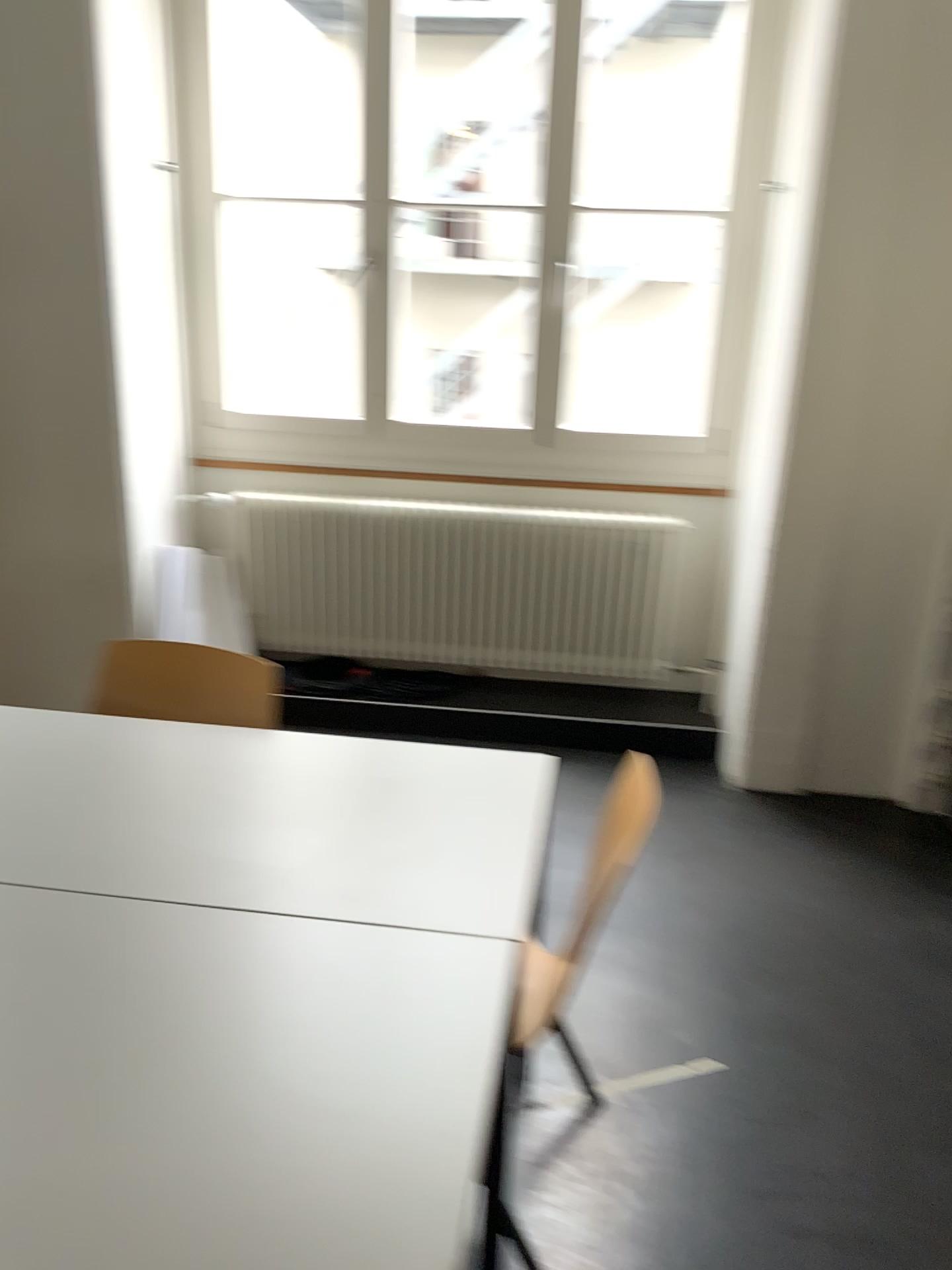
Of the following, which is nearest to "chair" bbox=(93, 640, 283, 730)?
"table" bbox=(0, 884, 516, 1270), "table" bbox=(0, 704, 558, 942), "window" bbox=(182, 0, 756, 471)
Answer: "table" bbox=(0, 704, 558, 942)

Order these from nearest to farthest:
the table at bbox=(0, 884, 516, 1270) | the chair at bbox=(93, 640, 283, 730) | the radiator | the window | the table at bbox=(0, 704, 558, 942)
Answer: the table at bbox=(0, 884, 516, 1270), the table at bbox=(0, 704, 558, 942), the chair at bbox=(93, 640, 283, 730), the window, the radiator

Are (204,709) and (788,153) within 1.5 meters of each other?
no

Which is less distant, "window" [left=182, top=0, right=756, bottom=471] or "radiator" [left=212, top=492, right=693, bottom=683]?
"window" [left=182, top=0, right=756, bottom=471]

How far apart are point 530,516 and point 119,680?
1.9m

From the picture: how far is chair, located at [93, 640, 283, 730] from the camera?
2.2m

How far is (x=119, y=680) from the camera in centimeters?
224cm

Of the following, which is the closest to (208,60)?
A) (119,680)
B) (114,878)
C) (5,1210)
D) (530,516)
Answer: (530,516)

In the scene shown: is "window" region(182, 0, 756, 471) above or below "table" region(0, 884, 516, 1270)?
above

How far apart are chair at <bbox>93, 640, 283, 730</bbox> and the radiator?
1.6 meters
